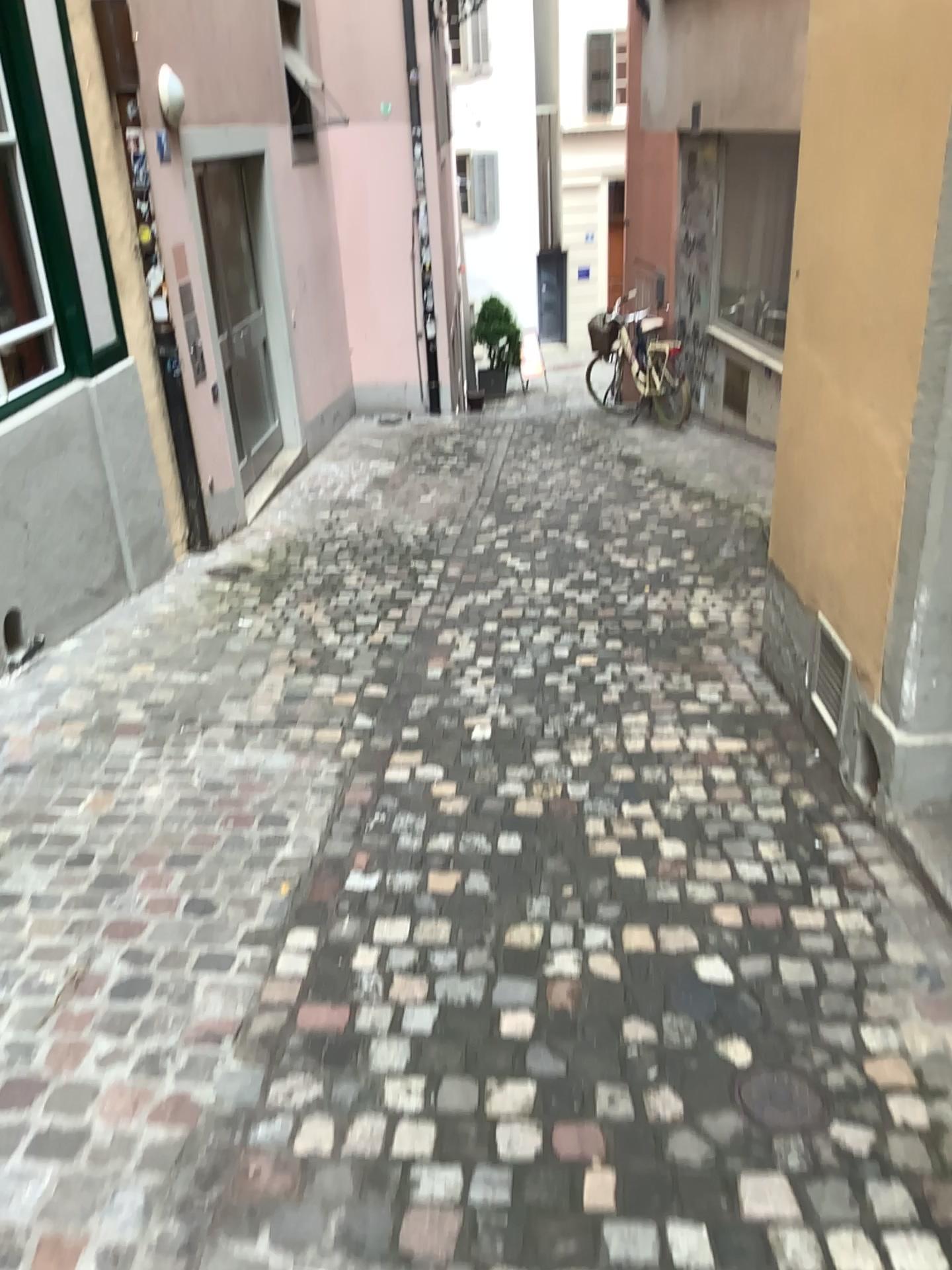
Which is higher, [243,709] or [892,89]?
[892,89]

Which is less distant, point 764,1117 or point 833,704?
point 764,1117

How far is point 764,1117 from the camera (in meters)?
1.98

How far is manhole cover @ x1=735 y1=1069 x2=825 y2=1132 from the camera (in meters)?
1.98

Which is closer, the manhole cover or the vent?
the manhole cover
